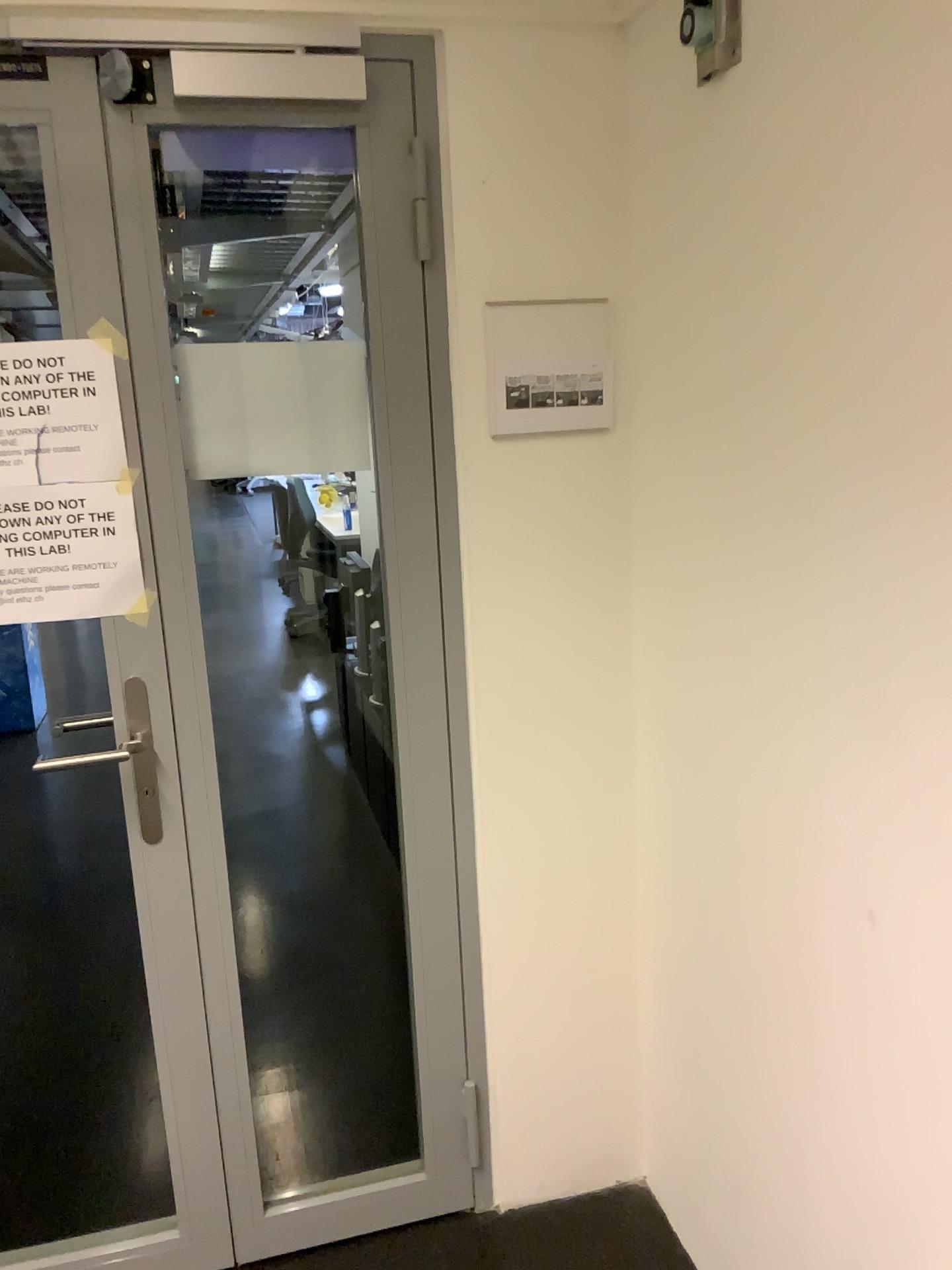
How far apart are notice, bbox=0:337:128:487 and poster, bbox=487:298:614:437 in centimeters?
59cm

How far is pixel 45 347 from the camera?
1.59m

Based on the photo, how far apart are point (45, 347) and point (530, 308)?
0.8 meters

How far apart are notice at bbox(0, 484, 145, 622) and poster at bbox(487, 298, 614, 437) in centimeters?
59cm

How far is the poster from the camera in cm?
173

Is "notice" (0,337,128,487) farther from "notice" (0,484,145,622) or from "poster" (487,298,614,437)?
"poster" (487,298,614,437)

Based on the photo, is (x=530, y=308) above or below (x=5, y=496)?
above

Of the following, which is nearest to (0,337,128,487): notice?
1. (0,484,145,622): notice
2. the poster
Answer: (0,484,145,622): notice

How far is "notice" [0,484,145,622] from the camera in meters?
1.6 m

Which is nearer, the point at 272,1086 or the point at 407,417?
the point at 407,417
